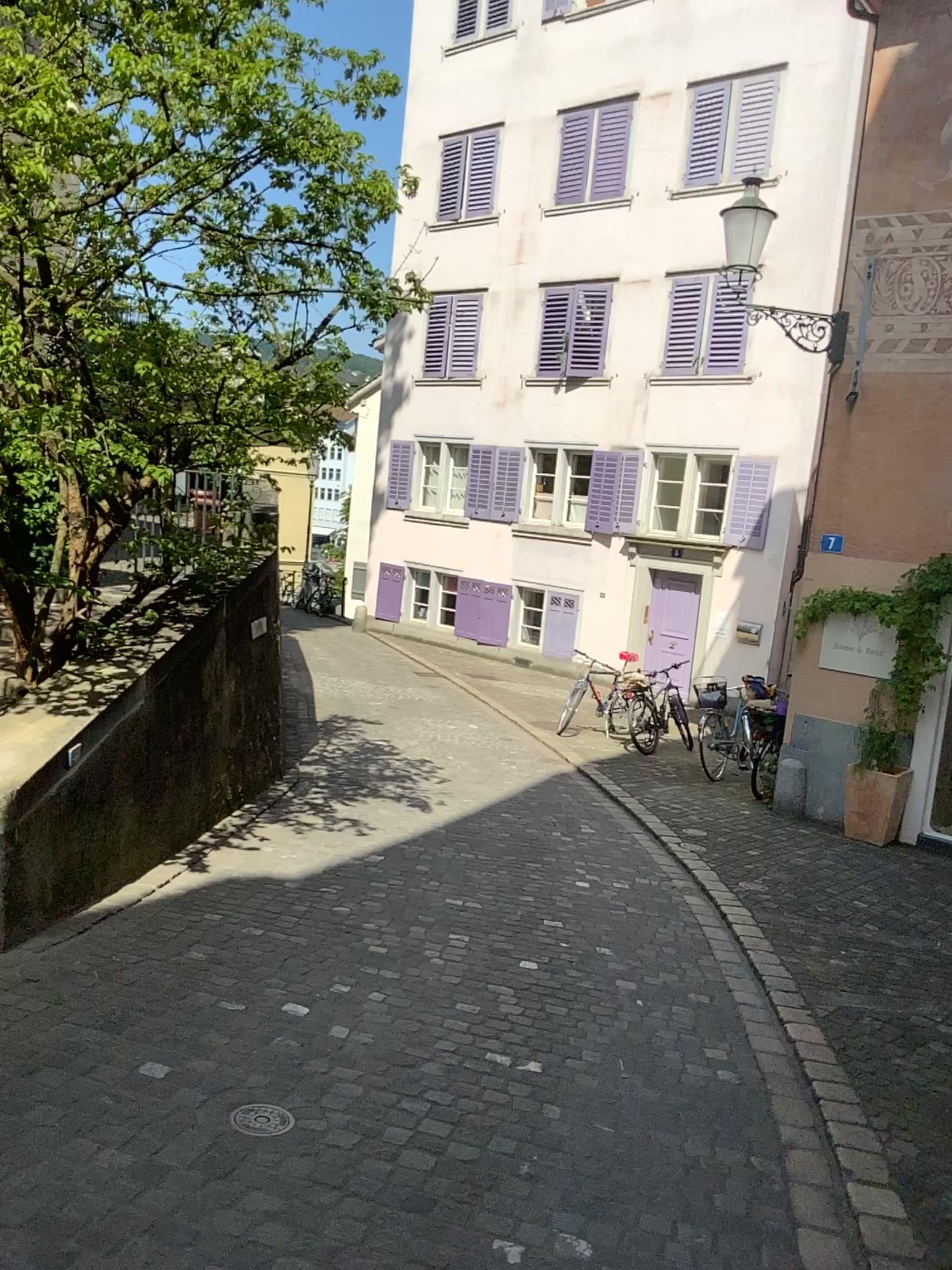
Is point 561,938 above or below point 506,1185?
below
